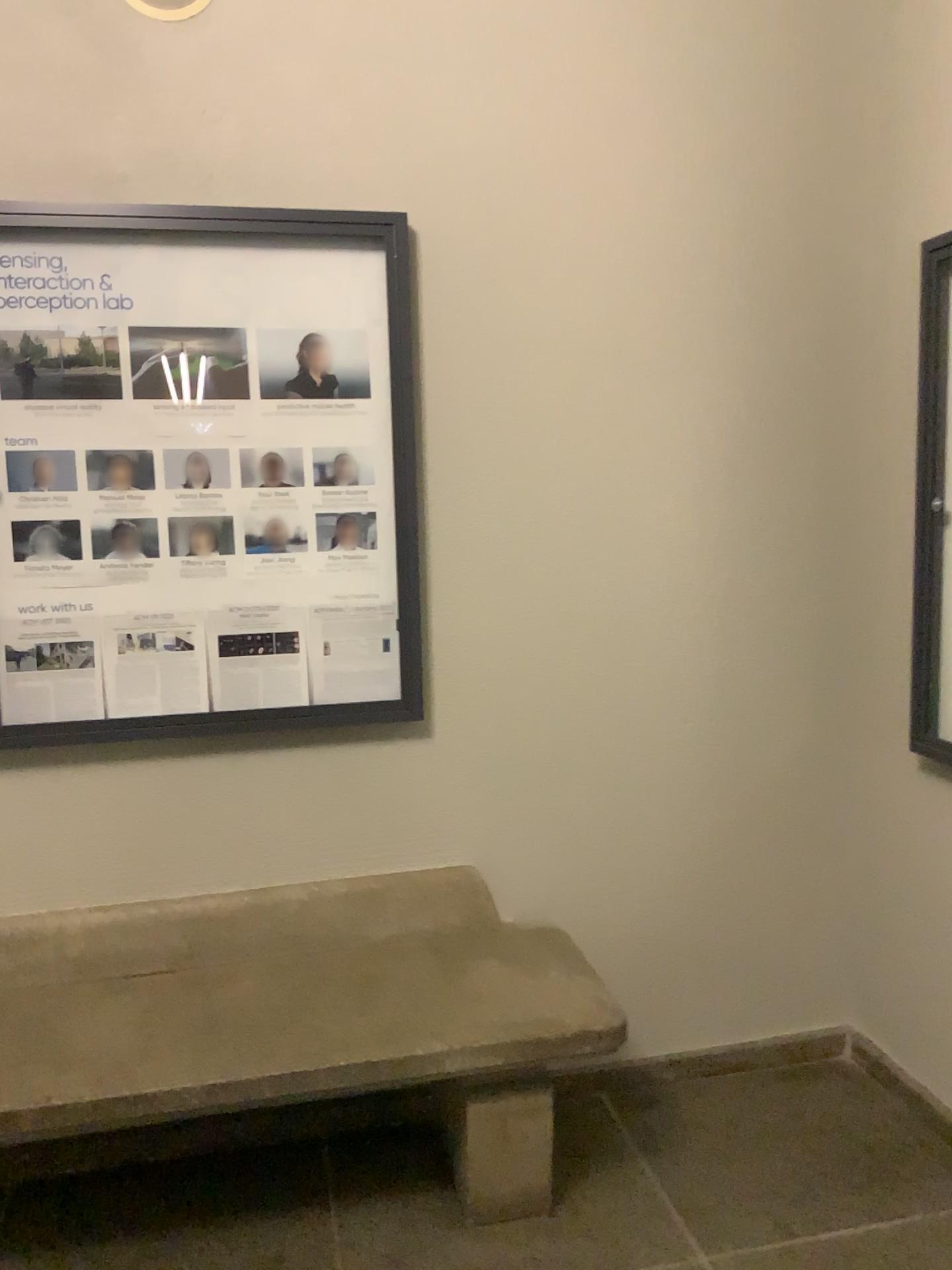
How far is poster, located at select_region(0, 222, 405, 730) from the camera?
2.2 meters

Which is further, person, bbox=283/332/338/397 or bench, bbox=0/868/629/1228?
person, bbox=283/332/338/397

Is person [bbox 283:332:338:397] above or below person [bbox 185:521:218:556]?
above

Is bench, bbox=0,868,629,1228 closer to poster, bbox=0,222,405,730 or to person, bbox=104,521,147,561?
poster, bbox=0,222,405,730

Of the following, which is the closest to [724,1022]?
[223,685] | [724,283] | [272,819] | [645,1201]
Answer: [645,1201]

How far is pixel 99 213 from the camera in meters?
2.2 m

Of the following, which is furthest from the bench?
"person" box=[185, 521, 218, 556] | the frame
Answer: "person" box=[185, 521, 218, 556]

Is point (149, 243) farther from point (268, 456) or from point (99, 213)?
point (268, 456)

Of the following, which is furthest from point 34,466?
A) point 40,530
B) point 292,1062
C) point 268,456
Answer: point 292,1062

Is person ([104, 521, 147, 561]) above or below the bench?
above
